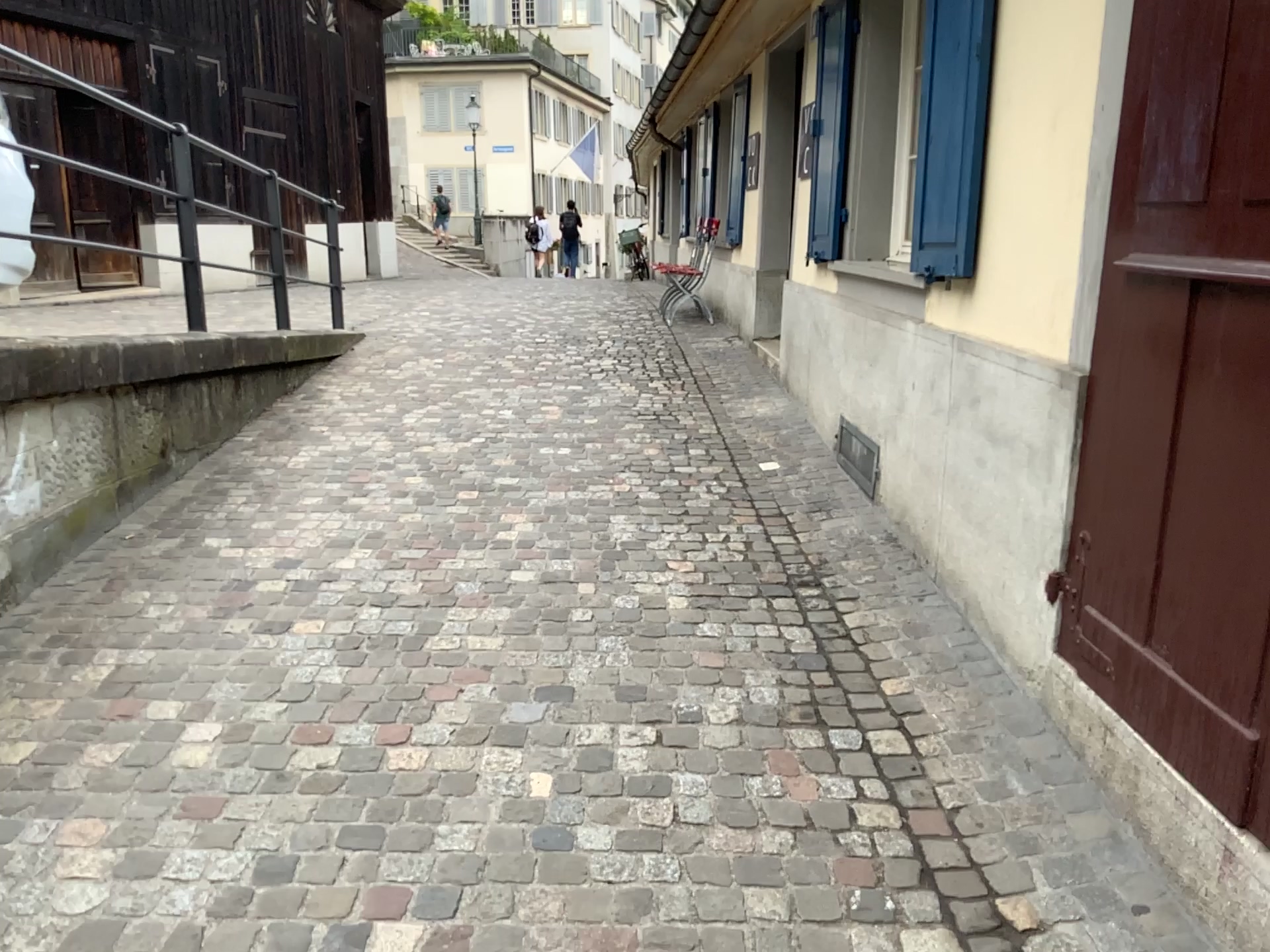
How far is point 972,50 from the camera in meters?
3.0

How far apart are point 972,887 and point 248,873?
1.5 meters

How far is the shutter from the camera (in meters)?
2.98

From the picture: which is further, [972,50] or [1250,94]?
[972,50]

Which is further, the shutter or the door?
the shutter

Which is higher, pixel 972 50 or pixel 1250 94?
pixel 972 50
